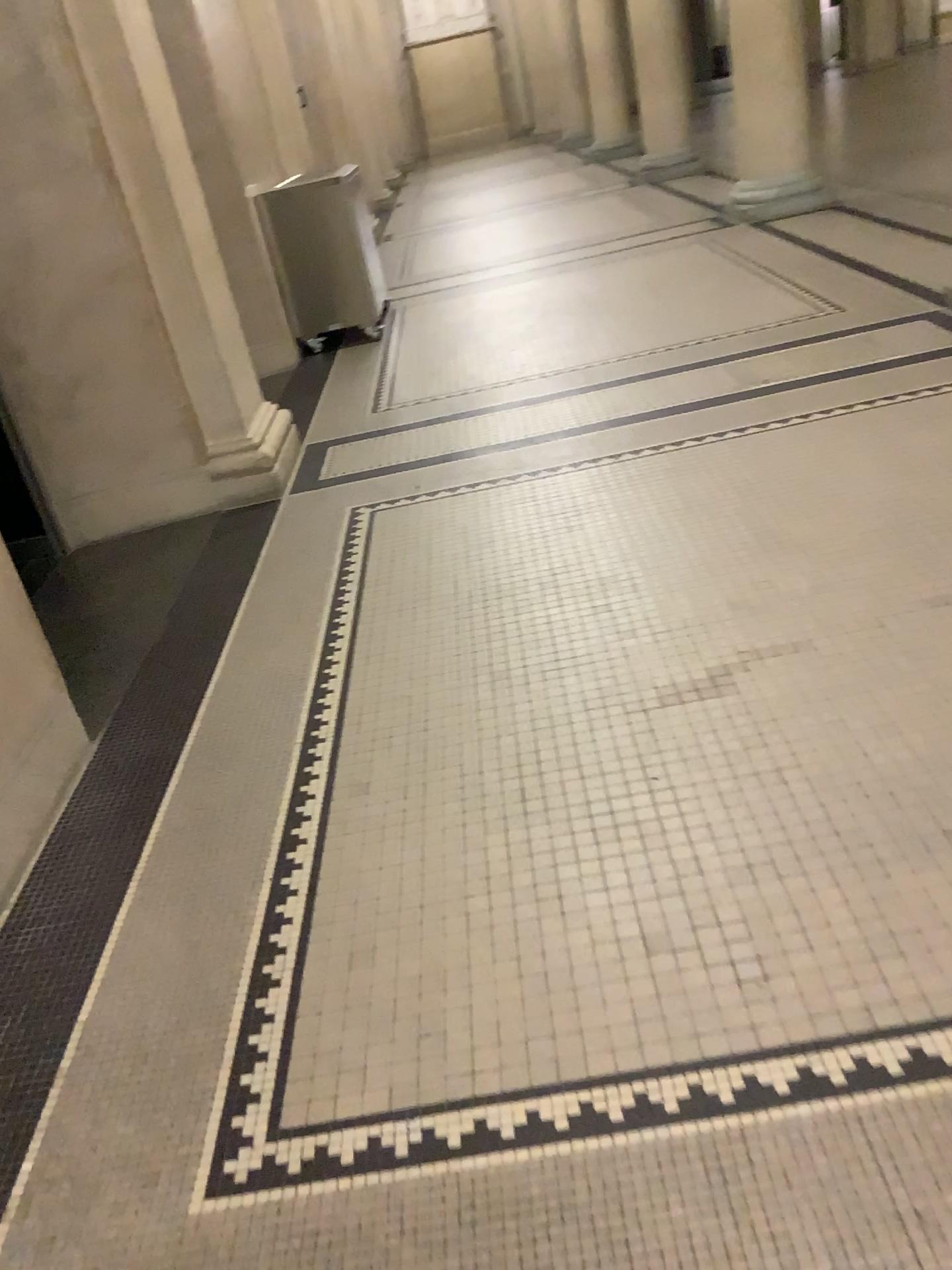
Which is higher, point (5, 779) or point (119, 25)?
point (119, 25)

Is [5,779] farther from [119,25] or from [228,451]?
[119,25]

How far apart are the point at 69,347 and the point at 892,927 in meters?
3.6

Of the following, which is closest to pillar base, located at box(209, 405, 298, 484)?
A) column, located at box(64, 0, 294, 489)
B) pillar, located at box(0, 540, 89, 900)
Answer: column, located at box(64, 0, 294, 489)

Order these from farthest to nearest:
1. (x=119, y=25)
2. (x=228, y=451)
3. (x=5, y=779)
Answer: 1. (x=228, y=451)
2. (x=119, y=25)
3. (x=5, y=779)

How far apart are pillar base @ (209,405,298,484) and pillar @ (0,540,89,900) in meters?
1.9 m

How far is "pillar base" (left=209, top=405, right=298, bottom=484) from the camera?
4.40m

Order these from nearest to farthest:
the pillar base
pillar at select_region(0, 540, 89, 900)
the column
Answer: pillar at select_region(0, 540, 89, 900) < the column < the pillar base

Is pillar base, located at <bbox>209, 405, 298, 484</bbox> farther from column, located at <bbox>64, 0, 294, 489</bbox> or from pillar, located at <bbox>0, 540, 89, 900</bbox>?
pillar, located at <bbox>0, 540, 89, 900</bbox>

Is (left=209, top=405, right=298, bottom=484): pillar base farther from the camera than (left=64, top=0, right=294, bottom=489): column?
Yes
